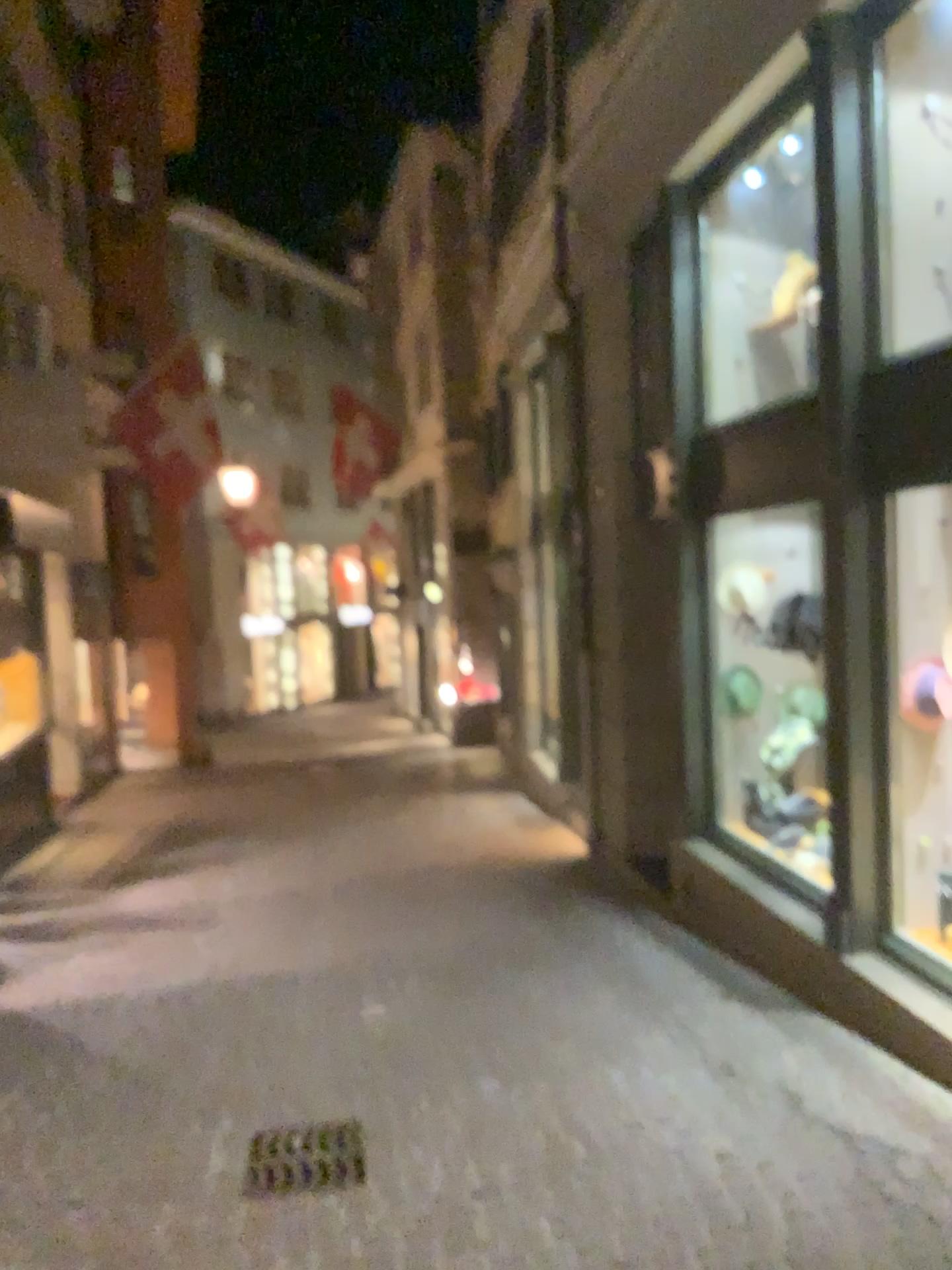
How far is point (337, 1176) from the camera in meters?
3.4

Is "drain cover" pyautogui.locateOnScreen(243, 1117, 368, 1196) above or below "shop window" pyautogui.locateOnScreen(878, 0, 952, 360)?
below

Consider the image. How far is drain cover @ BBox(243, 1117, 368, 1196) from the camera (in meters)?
3.36

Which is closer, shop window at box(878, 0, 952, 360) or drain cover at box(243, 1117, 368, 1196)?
drain cover at box(243, 1117, 368, 1196)

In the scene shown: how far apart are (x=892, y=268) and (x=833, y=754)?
2.0m

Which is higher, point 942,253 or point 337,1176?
point 942,253

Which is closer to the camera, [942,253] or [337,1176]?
[337,1176]
